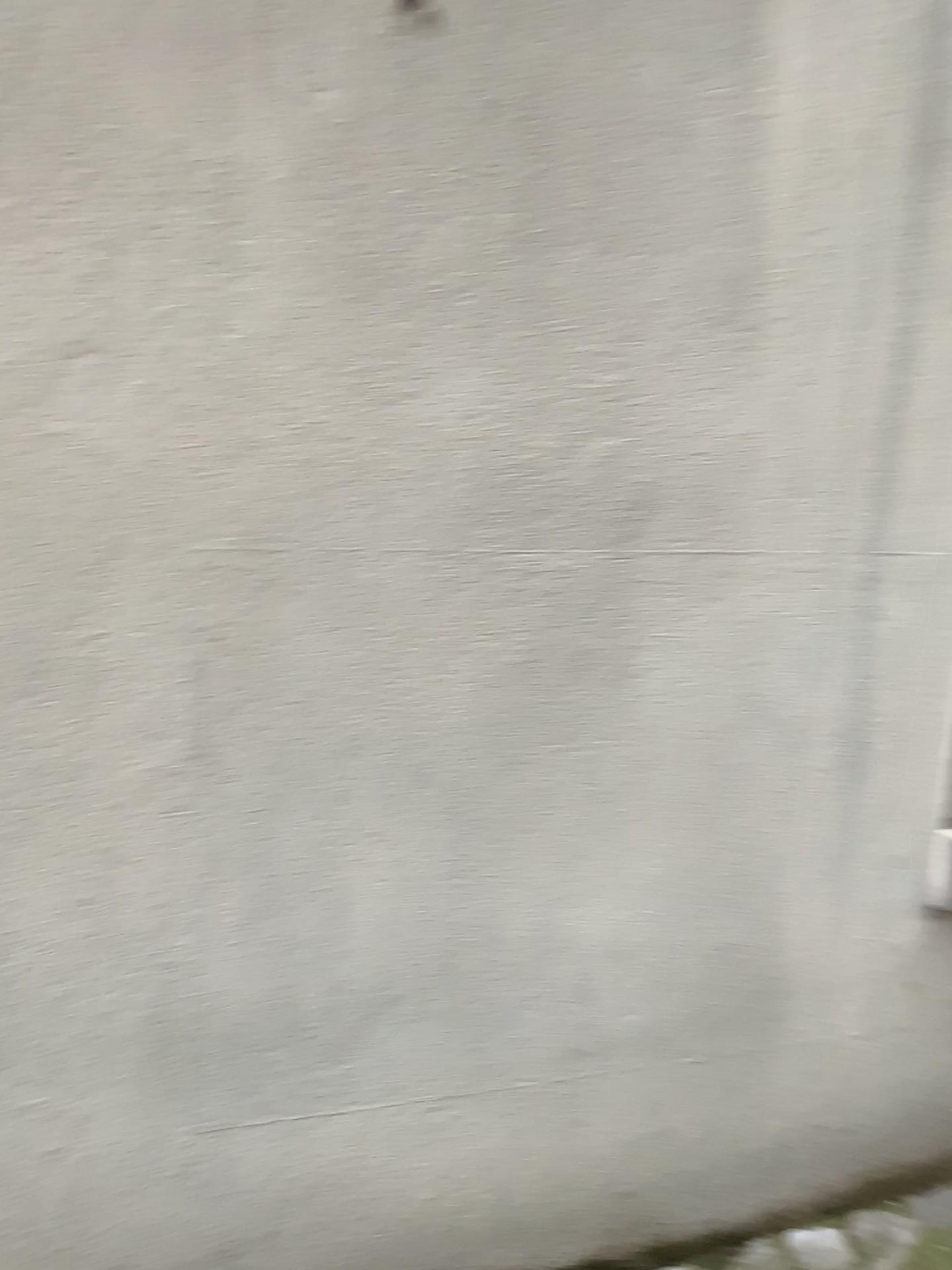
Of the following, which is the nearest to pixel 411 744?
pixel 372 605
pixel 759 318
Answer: pixel 372 605
